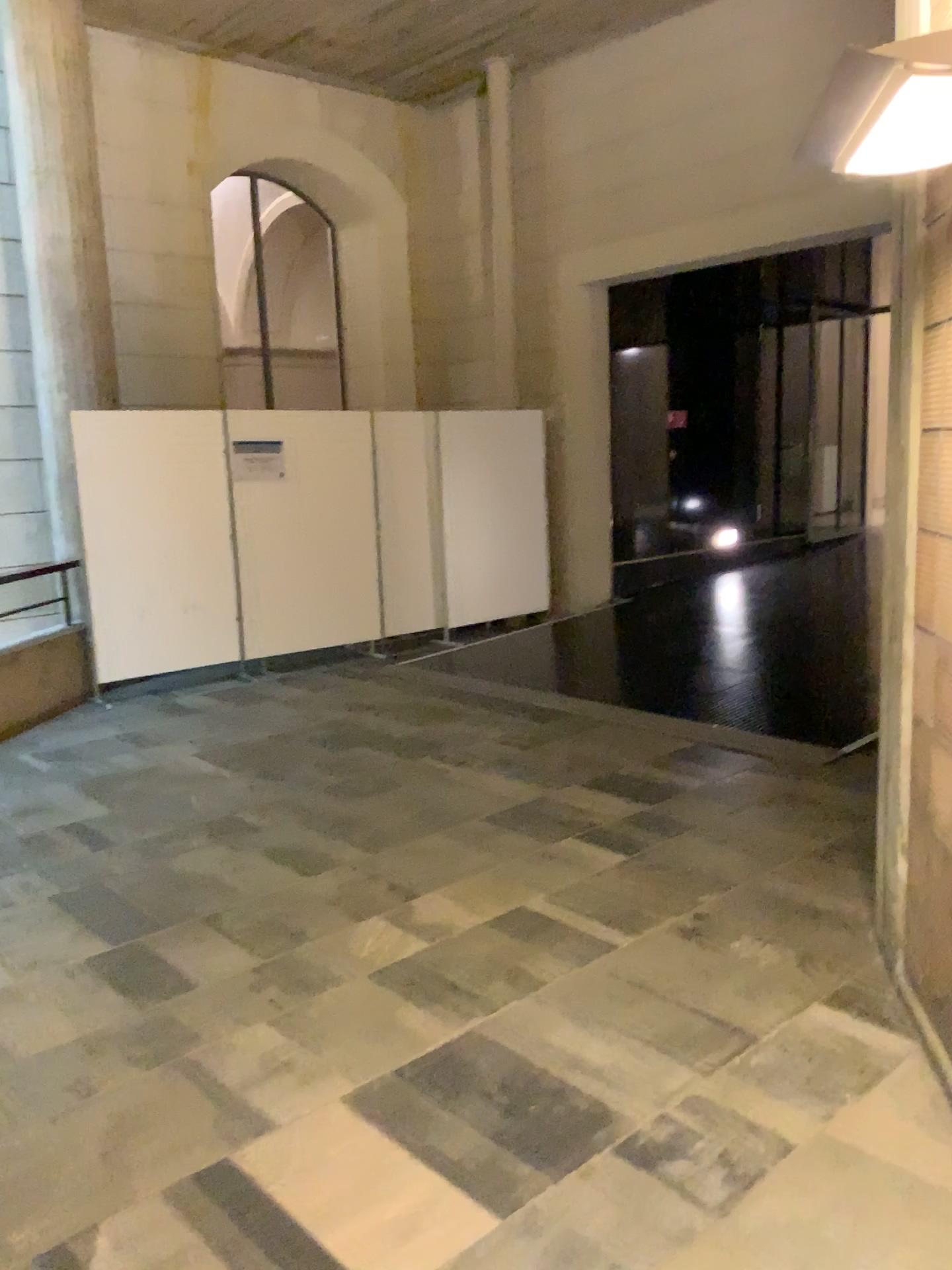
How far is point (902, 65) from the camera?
1.7 meters

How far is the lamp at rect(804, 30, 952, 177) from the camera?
1.65m

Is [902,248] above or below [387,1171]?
above
